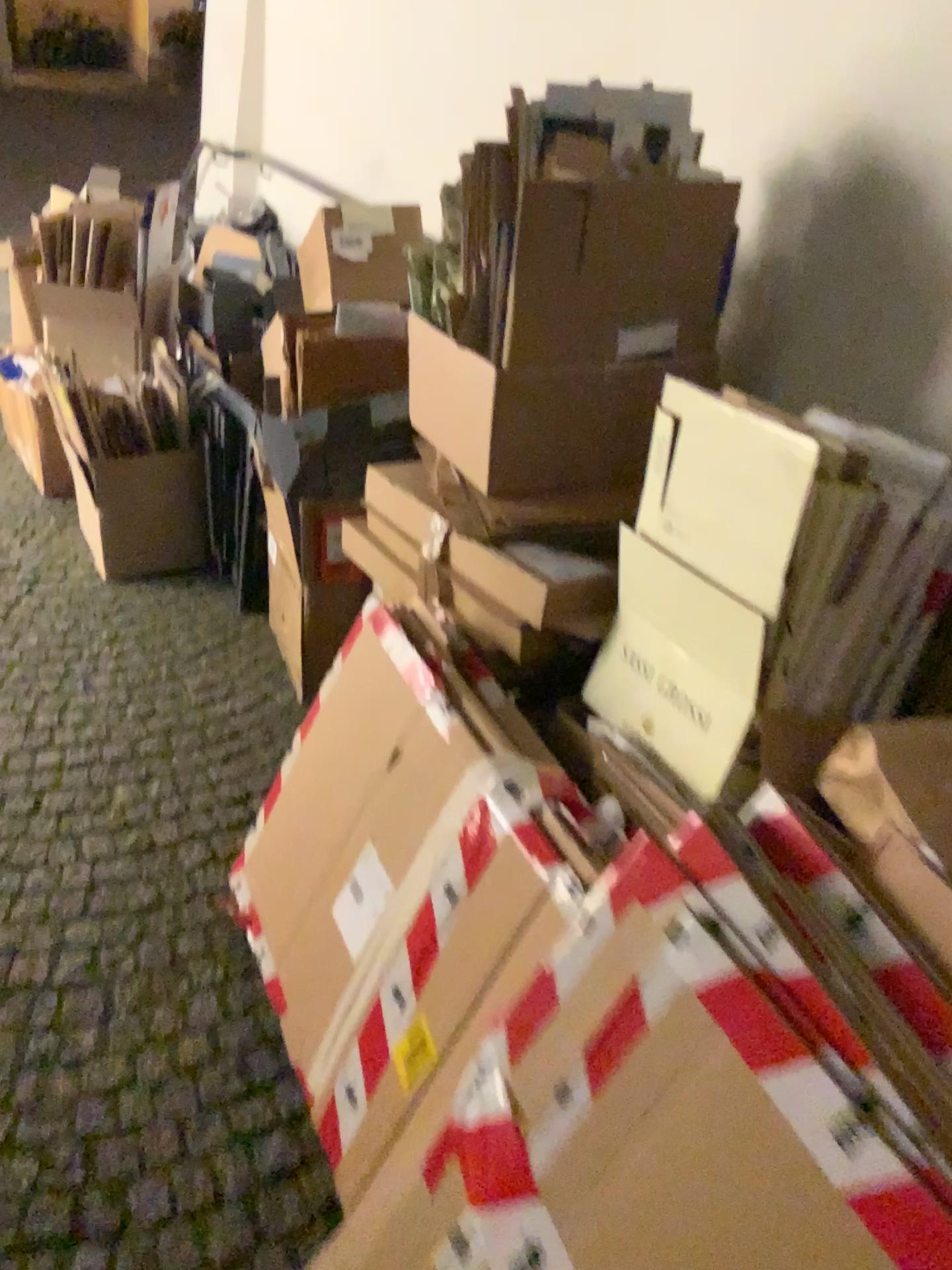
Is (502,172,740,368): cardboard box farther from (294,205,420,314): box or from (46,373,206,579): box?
(46,373,206,579): box

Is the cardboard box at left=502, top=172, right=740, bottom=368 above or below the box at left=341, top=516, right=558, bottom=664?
above

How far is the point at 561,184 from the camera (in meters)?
1.44

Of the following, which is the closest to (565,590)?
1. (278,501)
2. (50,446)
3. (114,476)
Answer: (278,501)

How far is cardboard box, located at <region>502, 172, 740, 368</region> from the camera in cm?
144

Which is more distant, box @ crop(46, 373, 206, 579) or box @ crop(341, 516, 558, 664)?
box @ crop(46, 373, 206, 579)

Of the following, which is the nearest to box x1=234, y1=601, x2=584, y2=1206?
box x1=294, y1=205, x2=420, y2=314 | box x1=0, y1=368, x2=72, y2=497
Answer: box x1=294, y1=205, x2=420, y2=314

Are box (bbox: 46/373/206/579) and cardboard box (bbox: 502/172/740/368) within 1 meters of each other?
no

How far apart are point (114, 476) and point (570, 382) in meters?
1.7

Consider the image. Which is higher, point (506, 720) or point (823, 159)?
point (823, 159)
